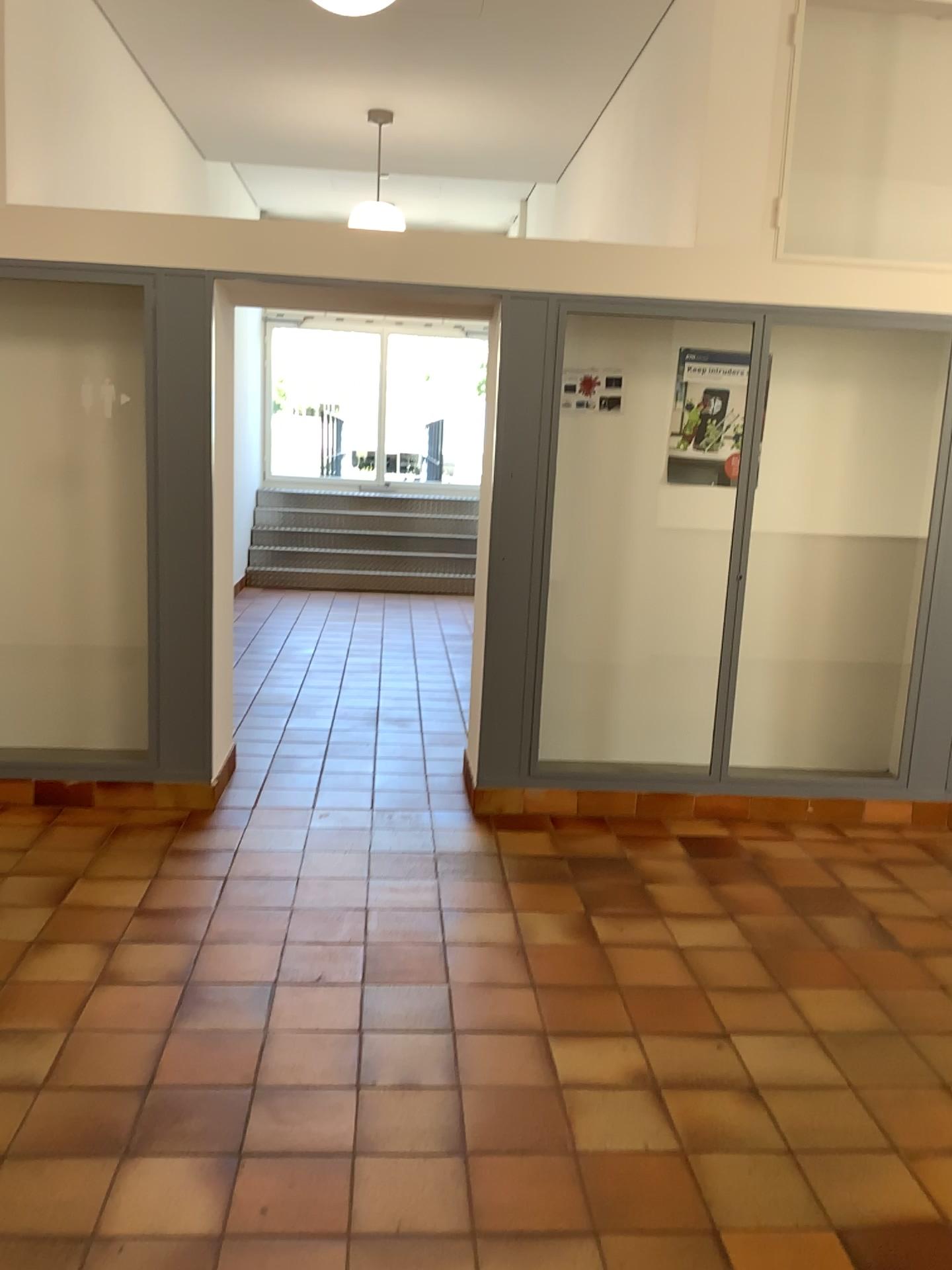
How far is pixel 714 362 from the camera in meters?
4.7 m

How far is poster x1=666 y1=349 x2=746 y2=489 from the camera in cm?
467

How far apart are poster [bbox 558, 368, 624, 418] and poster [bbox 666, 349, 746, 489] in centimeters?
29cm

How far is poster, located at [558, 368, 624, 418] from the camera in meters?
4.6 m

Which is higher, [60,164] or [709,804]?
[60,164]

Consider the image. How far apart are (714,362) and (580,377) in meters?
0.6

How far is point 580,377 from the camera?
4.6 meters
